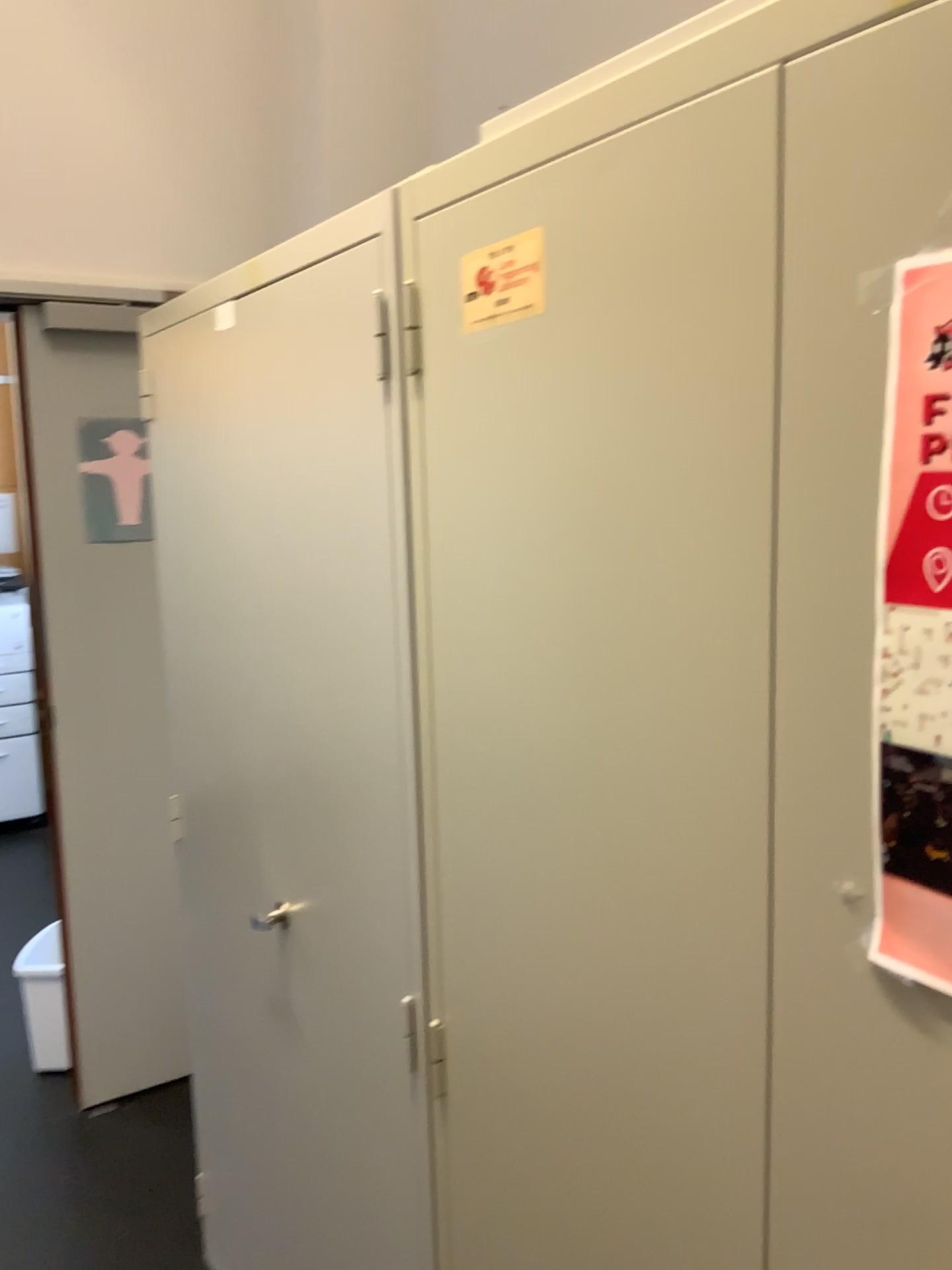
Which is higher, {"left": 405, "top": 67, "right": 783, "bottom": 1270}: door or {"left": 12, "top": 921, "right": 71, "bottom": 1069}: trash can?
{"left": 405, "top": 67, "right": 783, "bottom": 1270}: door

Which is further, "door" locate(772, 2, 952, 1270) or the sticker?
the sticker

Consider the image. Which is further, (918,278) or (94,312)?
(94,312)

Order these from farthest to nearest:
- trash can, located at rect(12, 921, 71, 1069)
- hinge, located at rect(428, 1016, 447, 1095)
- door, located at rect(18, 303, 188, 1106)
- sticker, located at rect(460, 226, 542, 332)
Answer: trash can, located at rect(12, 921, 71, 1069)
door, located at rect(18, 303, 188, 1106)
hinge, located at rect(428, 1016, 447, 1095)
sticker, located at rect(460, 226, 542, 332)

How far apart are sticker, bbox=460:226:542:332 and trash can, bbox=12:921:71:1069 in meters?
2.4 m

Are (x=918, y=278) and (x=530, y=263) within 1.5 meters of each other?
yes

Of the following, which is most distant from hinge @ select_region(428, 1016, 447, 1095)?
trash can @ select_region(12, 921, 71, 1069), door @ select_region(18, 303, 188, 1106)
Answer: trash can @ select_region(12, 921, 71, 1069)

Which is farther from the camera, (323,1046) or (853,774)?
(323,1046)

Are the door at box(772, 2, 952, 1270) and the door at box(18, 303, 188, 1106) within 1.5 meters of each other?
no

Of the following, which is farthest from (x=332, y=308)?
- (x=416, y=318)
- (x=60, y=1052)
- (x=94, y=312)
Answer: (x=60, y=1052)
